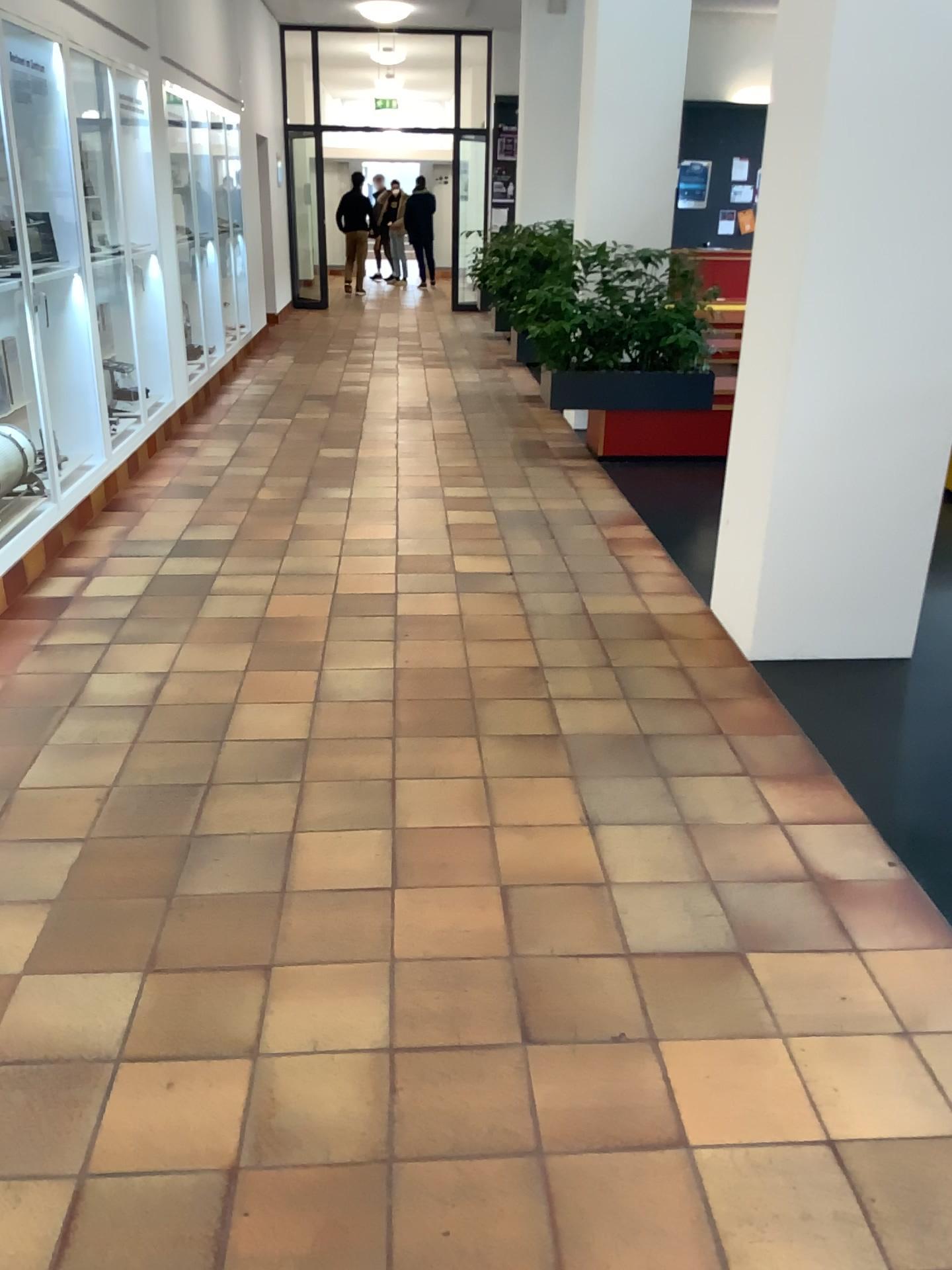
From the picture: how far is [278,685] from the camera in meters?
3.5
